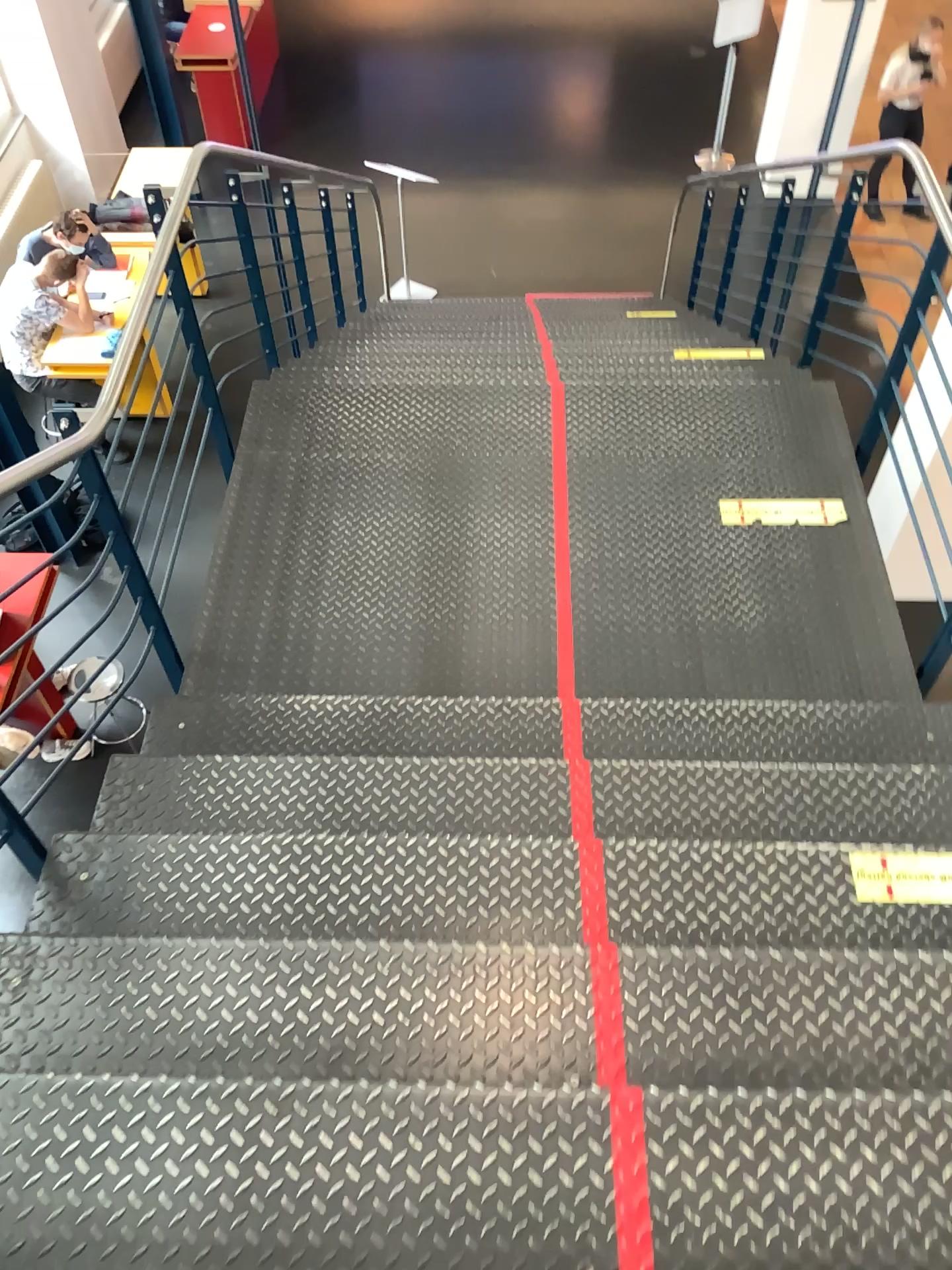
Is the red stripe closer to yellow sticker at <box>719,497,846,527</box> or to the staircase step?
the staircase step

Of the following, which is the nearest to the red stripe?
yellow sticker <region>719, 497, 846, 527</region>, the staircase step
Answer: the staircase step

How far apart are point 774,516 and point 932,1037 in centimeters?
205cm

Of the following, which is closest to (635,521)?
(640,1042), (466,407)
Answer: (466,407)

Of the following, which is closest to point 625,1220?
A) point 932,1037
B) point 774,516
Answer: point 932,1037

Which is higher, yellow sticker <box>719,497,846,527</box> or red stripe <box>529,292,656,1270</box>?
red stripe <box>529,292,656,1270</box>

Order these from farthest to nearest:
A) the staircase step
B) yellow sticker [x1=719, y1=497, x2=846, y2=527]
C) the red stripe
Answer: yellow sticker [x1=719, y1=497, x2=846, y2=527], the staircase step, the red stripe

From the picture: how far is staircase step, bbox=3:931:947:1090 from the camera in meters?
1.7 m

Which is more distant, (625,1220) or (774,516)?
(774,516)

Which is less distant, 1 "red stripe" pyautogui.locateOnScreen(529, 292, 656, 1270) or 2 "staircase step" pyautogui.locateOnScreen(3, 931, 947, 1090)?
1 "red stripe" pyautogui.locateOnScreen(529, 292, 656, 1270)
